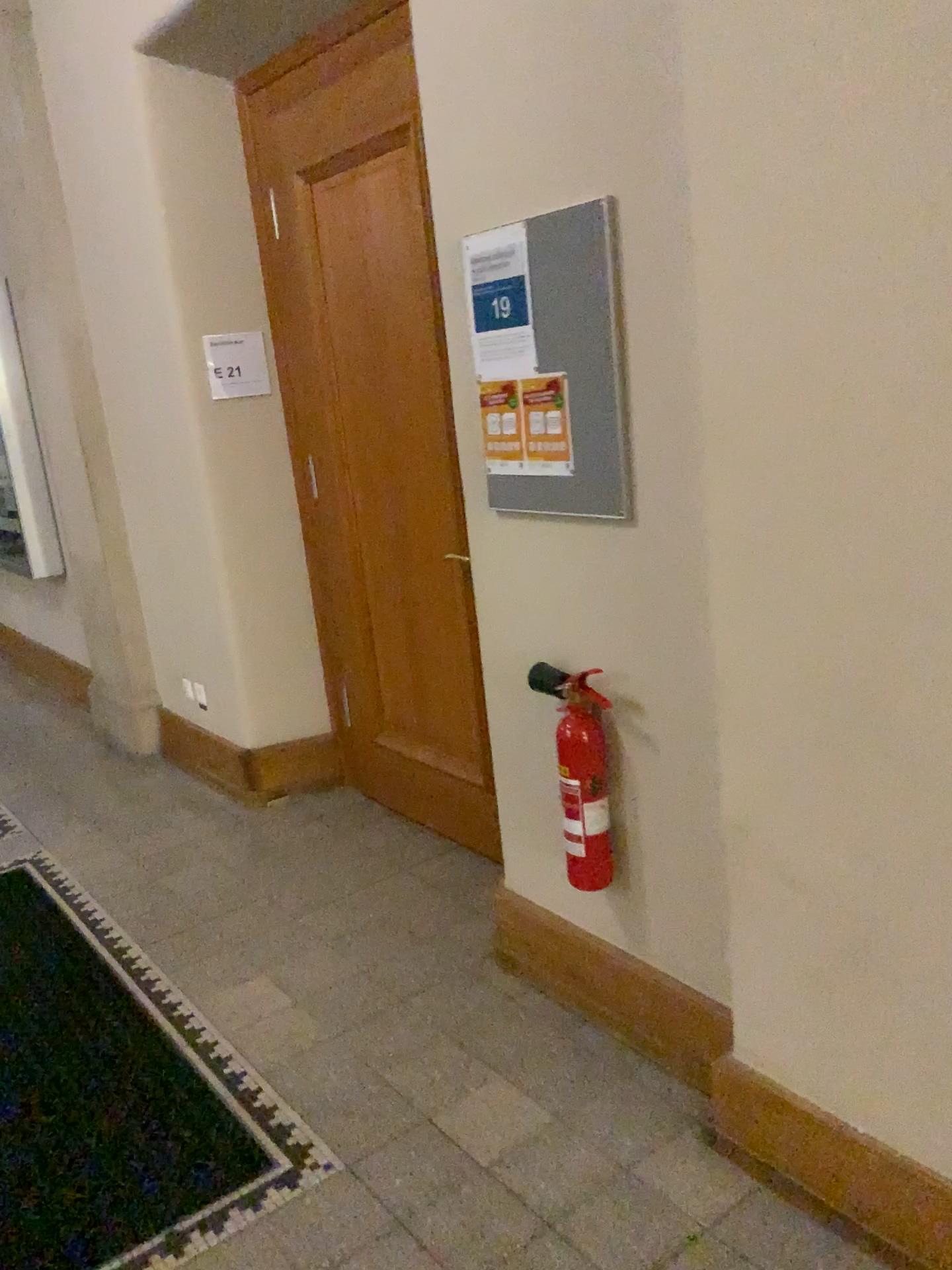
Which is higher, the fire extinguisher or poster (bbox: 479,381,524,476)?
poster (bbox: 479,381,524,476)

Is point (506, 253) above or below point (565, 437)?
above

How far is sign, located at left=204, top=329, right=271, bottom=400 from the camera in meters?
3.7

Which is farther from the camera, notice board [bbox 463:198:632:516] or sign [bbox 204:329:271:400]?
sign [bbox 204:329:271:400]

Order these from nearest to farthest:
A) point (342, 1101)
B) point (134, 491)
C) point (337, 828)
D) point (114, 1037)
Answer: point (342, 1101) < point (114, 1037) < point (337, 828) < point (134, 491)

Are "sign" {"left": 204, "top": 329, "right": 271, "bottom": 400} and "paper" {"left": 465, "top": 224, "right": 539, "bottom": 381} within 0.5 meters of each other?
no

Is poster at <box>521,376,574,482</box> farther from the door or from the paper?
the door

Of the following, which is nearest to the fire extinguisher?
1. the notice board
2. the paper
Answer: the notice board

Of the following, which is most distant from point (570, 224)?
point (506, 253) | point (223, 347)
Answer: point (223, 347)

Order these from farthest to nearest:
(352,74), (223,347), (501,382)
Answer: (223,347) < (352,74) < (501,382)
